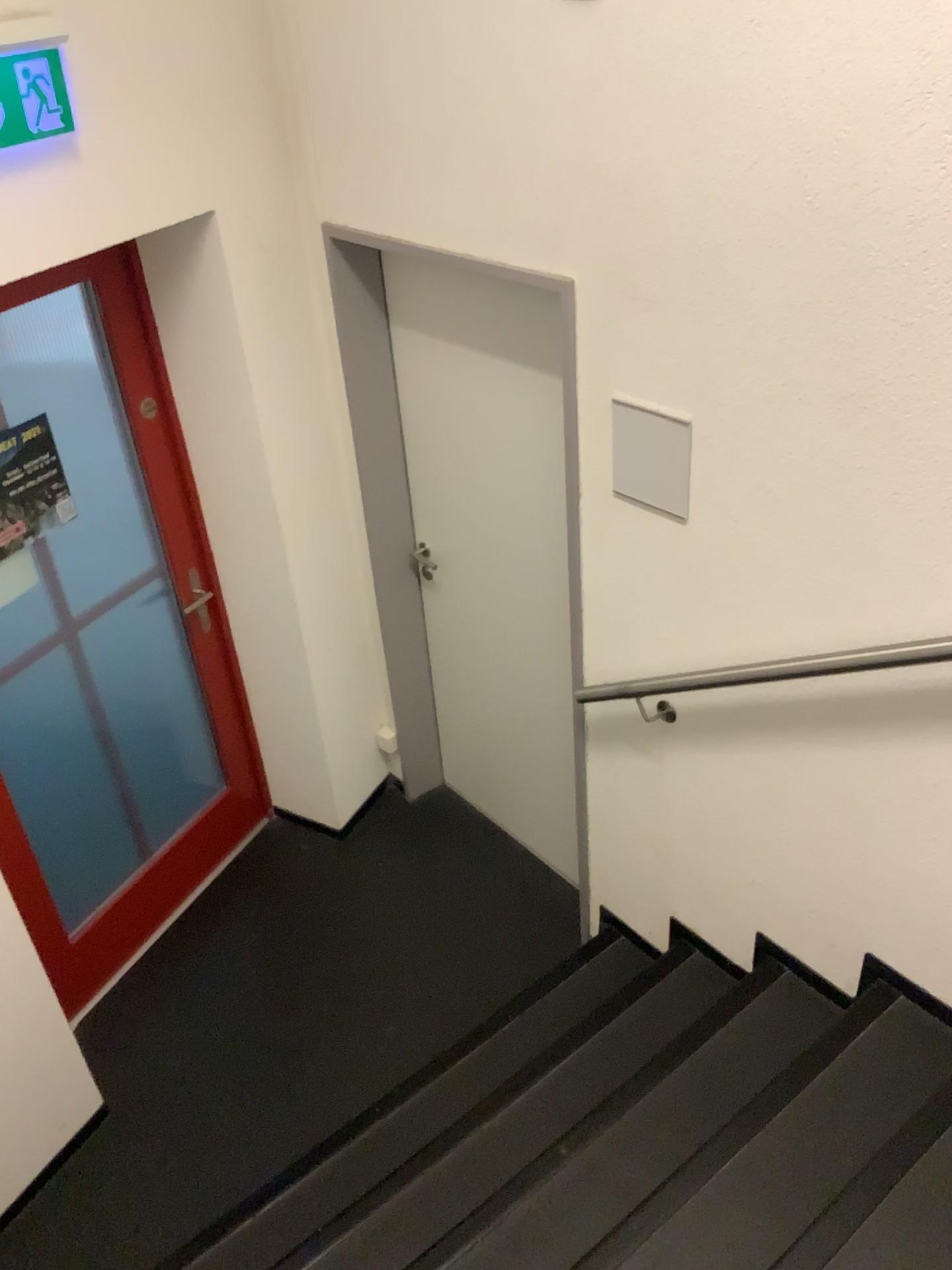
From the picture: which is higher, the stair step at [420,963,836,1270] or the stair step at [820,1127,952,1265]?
the stair step at [820,1127,952,1265]

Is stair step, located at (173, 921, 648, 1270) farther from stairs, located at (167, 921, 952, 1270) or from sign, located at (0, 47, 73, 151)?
sign, located at (0, 47, 73, 151)

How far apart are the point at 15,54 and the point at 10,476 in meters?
1.0

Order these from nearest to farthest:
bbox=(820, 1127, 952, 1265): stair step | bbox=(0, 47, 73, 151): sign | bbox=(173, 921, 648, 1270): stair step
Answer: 1. bbox=(820, 1127, 952, 1265): stair step
2. bbox=(0, 47, 73, 151): sign
3. bbox=(173, 921, 648, 1270): stair step

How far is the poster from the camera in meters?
2.6

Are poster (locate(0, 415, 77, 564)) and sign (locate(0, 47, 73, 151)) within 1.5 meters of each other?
yes

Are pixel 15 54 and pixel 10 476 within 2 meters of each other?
yes

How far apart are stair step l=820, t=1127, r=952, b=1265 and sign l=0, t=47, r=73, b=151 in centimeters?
245cm

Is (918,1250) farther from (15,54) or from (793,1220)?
(15,54)

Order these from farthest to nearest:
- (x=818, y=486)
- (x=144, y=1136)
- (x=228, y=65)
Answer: (x=144, y=1136) < (x=228, y=65) < (x=818, y=486)
